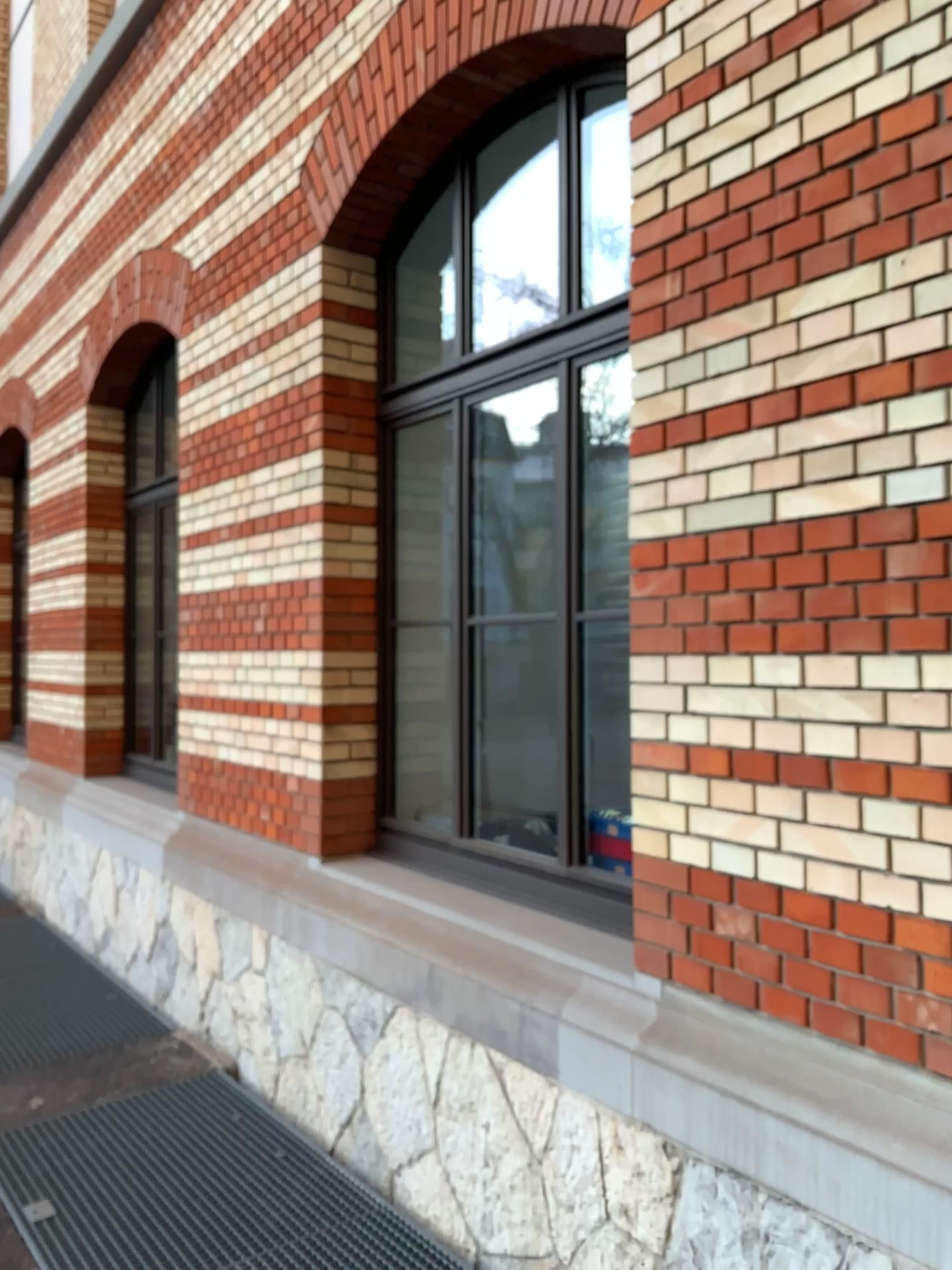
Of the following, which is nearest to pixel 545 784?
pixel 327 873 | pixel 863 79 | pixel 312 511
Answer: pixel 327 873

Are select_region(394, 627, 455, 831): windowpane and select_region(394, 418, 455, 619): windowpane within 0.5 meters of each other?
yes

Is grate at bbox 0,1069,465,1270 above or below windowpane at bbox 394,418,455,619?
below

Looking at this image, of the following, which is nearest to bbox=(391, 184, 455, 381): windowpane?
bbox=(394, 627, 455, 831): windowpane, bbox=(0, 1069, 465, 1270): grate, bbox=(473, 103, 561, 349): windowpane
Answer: bbox=(473, 103, 561, 349): windowpane

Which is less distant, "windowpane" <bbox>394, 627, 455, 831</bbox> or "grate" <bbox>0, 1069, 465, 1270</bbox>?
"grate" <bbox>0, 1069, 465, 1270</bbox>

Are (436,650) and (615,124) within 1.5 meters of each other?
no

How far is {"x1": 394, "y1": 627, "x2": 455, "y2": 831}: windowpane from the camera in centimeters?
432cm

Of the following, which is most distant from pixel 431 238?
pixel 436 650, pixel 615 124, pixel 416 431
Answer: pixel 436 650

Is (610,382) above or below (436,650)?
above

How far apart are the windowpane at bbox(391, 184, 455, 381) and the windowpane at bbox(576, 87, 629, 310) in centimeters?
115cm
